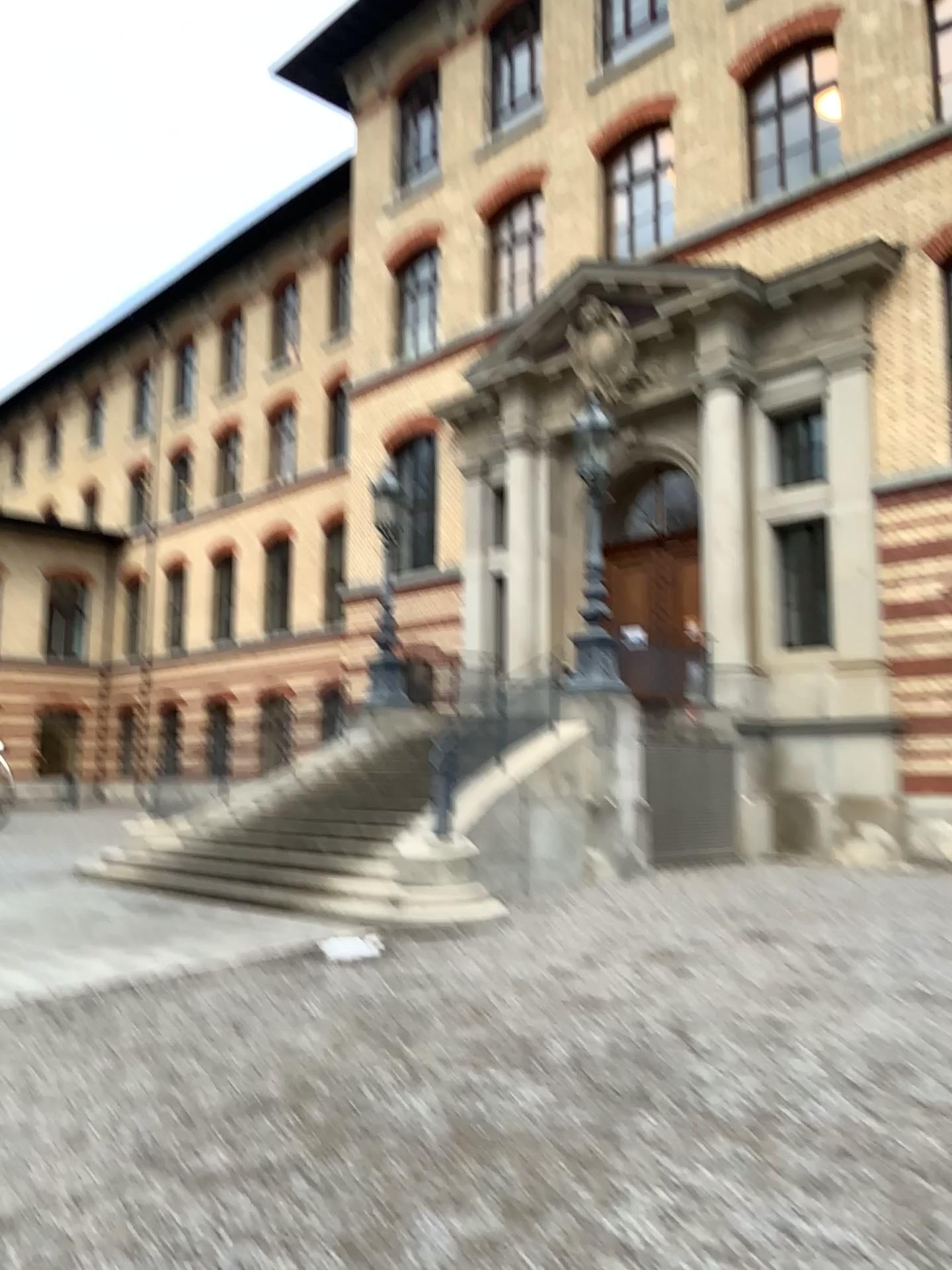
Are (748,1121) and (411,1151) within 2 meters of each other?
yes
